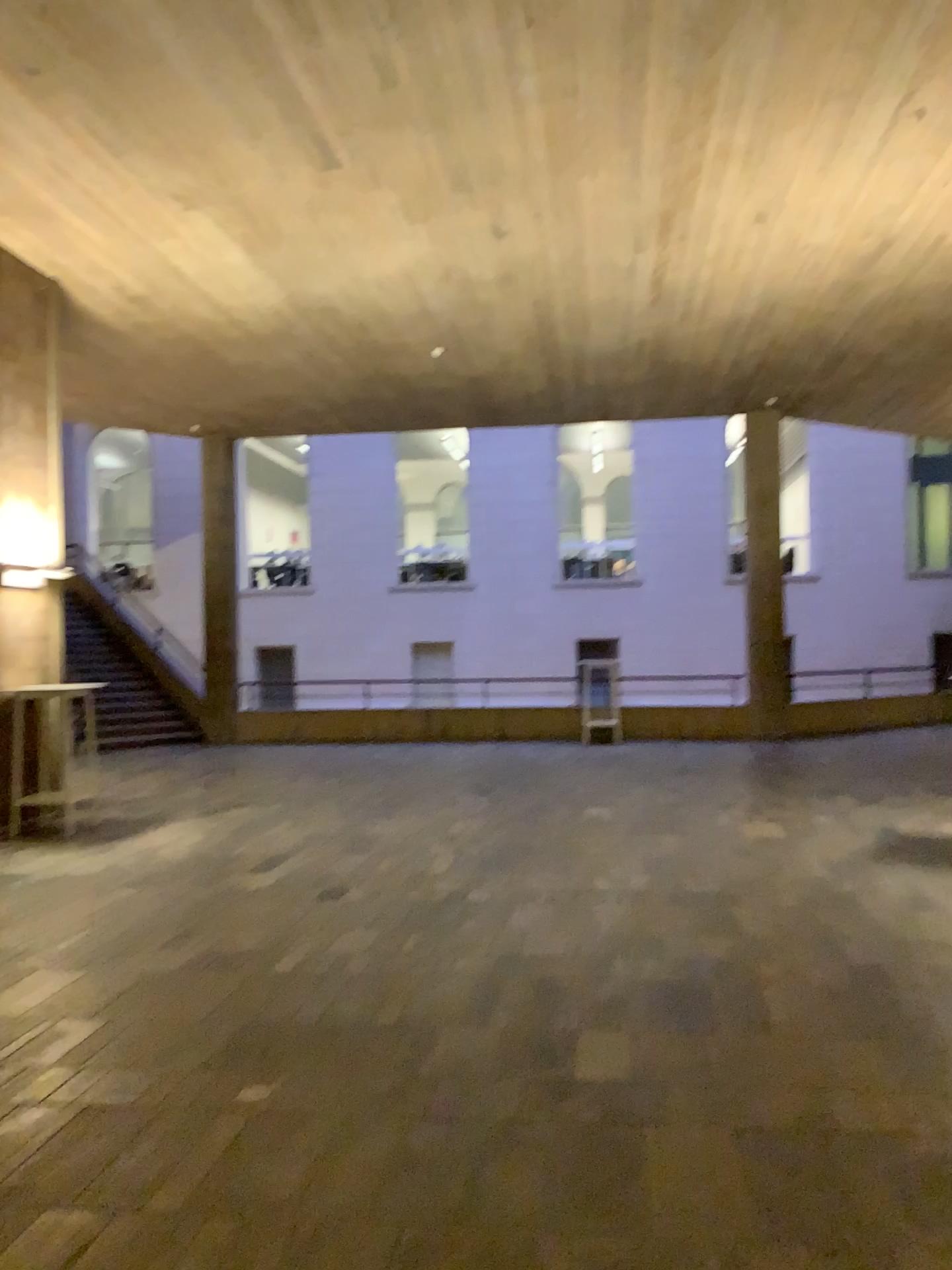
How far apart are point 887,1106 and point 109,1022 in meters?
2.9
